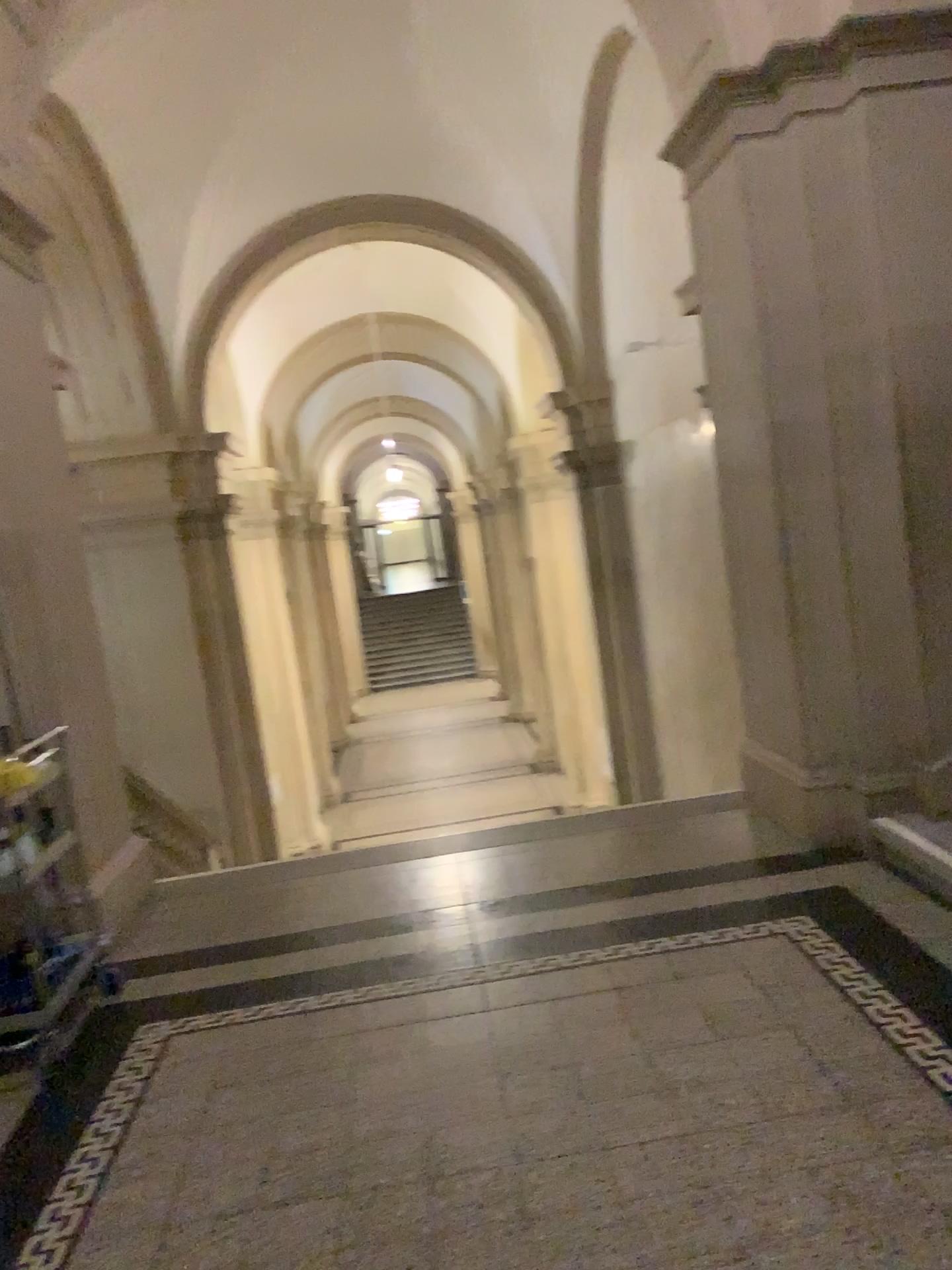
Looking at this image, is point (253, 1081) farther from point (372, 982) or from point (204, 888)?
point (204, 888)

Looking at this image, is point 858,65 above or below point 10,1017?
above
